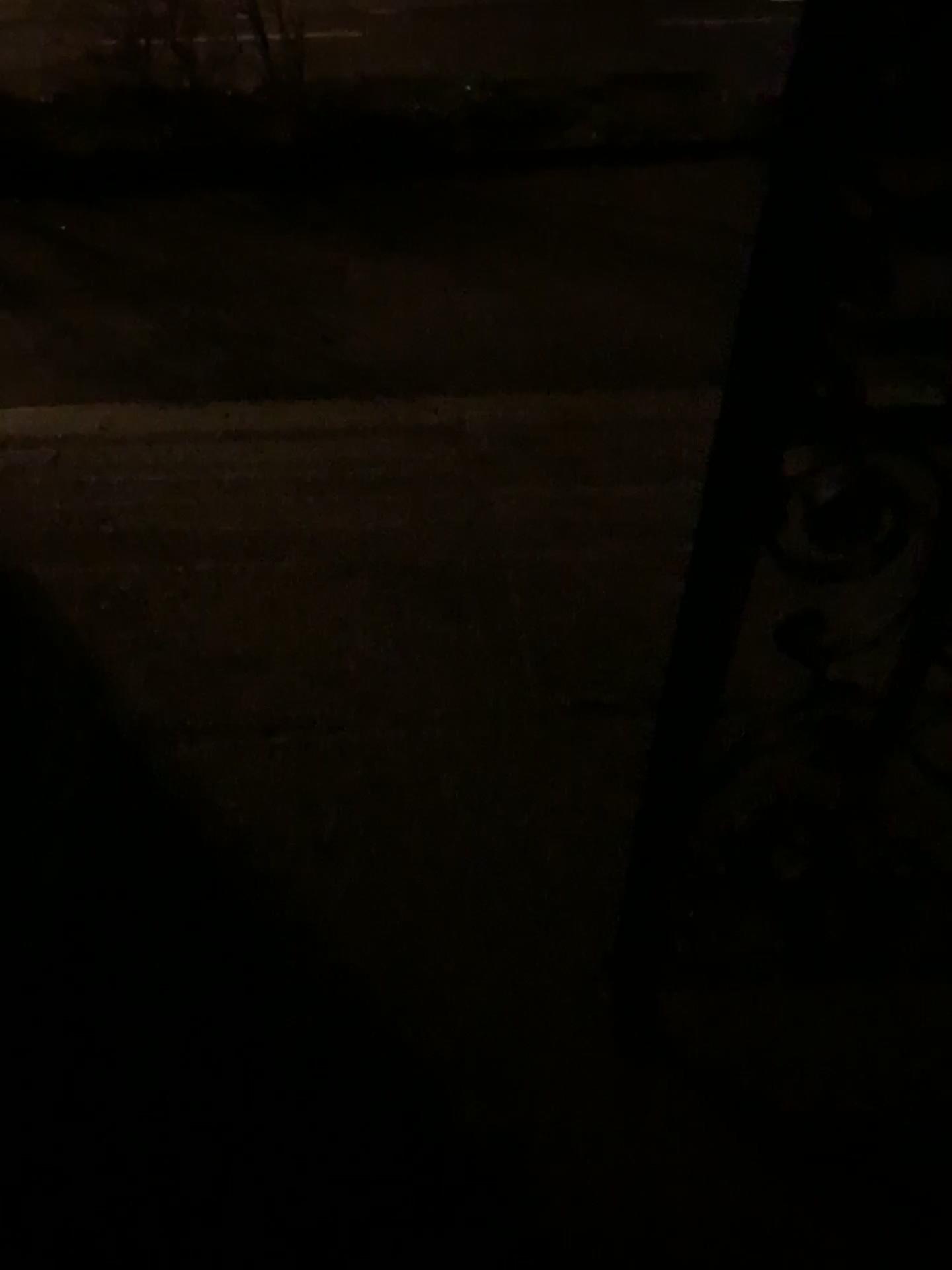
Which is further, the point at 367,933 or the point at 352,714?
the point at 352,714
